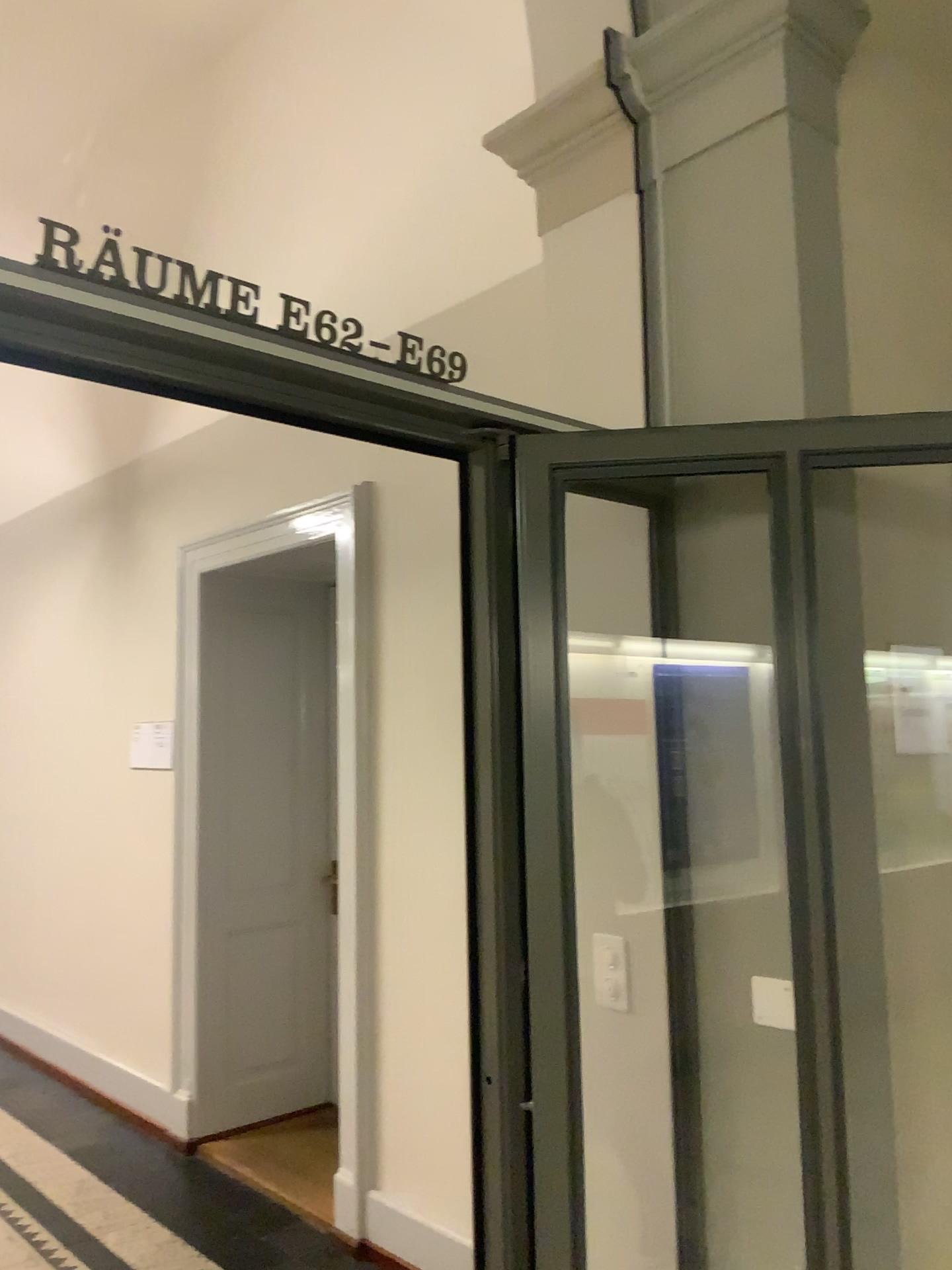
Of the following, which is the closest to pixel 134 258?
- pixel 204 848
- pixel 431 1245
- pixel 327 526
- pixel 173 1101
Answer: pixel 327 526

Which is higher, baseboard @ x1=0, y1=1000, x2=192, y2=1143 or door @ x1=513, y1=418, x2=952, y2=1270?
door @ x1=513, y1=418, x2=952, y2=1270

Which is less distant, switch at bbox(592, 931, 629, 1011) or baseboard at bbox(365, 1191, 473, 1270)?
switch at bbox(592, 931, 629, 1011)

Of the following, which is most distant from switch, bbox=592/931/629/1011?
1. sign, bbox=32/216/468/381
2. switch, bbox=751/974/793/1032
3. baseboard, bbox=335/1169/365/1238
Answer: baseboard, bbox=335/1169/365/1238

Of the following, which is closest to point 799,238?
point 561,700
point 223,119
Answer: point 561,700

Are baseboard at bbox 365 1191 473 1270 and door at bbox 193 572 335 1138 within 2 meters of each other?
yes

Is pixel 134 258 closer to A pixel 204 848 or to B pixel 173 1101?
A pixel 204 848

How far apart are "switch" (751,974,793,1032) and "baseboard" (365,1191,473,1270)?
1.9 meters

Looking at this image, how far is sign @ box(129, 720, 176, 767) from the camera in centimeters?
452cm

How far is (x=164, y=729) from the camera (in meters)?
4.52
